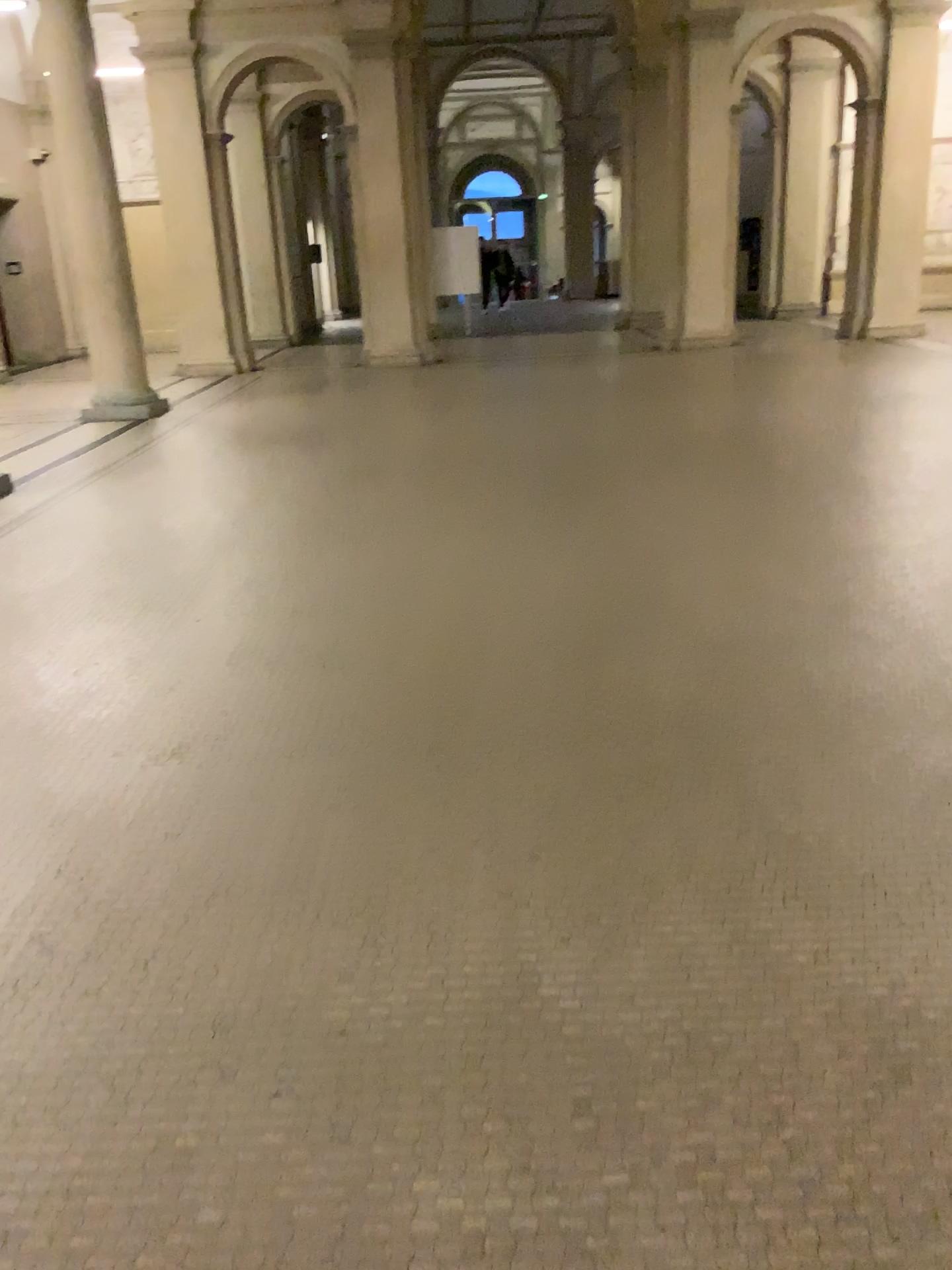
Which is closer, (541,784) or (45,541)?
(541,784)
